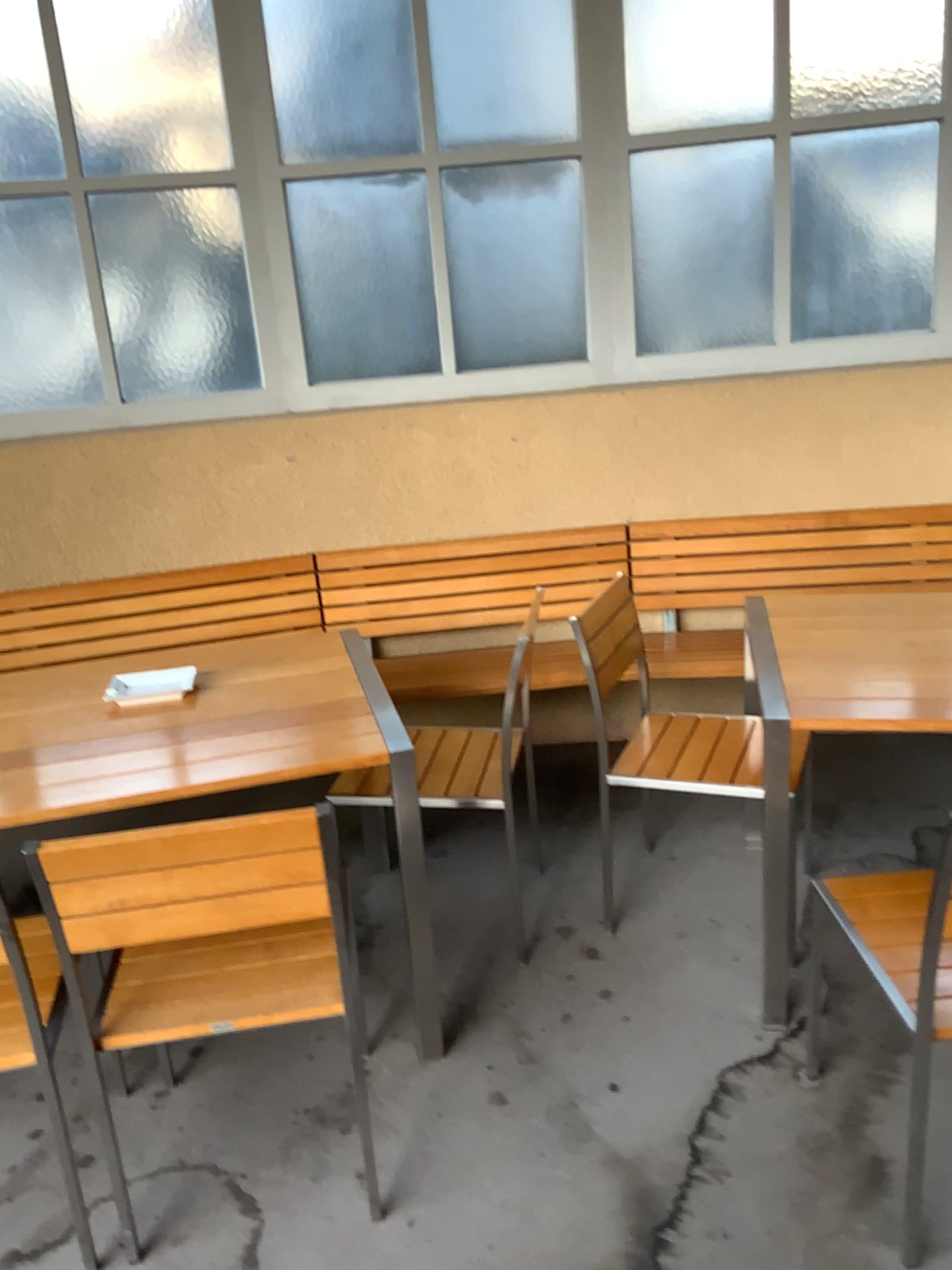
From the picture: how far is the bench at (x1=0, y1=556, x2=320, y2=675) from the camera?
3.4 meters

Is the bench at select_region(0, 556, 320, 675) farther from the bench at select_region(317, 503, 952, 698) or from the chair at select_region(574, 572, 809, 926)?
the chair at select_region(574, 572, 809, 926)

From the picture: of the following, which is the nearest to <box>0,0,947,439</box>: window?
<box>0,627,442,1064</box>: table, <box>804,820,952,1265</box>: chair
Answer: <box>0,627,442,1064</box>: table

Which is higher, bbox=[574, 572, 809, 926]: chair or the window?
the window

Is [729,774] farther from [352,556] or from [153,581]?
[153,581]

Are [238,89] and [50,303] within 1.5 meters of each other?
yes

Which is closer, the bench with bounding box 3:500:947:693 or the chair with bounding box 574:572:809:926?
the chair with bounding box 574:572:809:926

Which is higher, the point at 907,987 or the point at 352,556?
the point at 352,556

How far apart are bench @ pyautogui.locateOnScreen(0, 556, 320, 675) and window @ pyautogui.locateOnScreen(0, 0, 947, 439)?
0.5m

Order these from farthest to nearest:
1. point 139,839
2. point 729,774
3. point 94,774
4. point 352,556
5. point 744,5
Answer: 1. point 352,556
2. point 744,5
3. point 729,774
4. point 94,774
5. point 139,839
